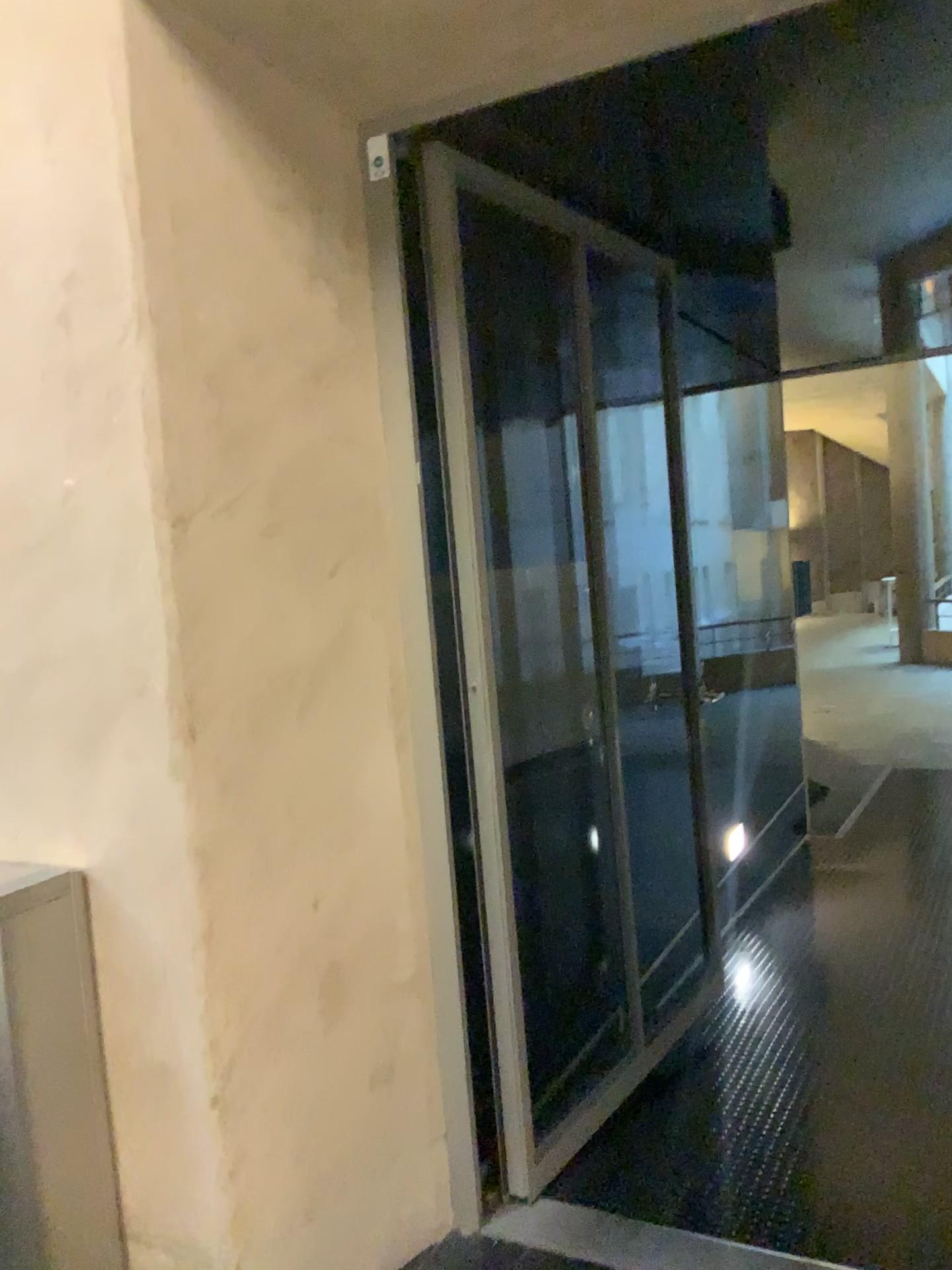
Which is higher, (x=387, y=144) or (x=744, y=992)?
(x=387, y=144)

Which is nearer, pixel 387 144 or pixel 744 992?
pixel 387 144

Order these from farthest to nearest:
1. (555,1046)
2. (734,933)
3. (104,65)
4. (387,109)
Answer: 1. (734,933)
2. (555,1046)
3. (387,109)
4. (104,65)

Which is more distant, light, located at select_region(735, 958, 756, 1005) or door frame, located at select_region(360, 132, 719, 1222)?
light, located at select_region(735, 958, 756, 1005)
